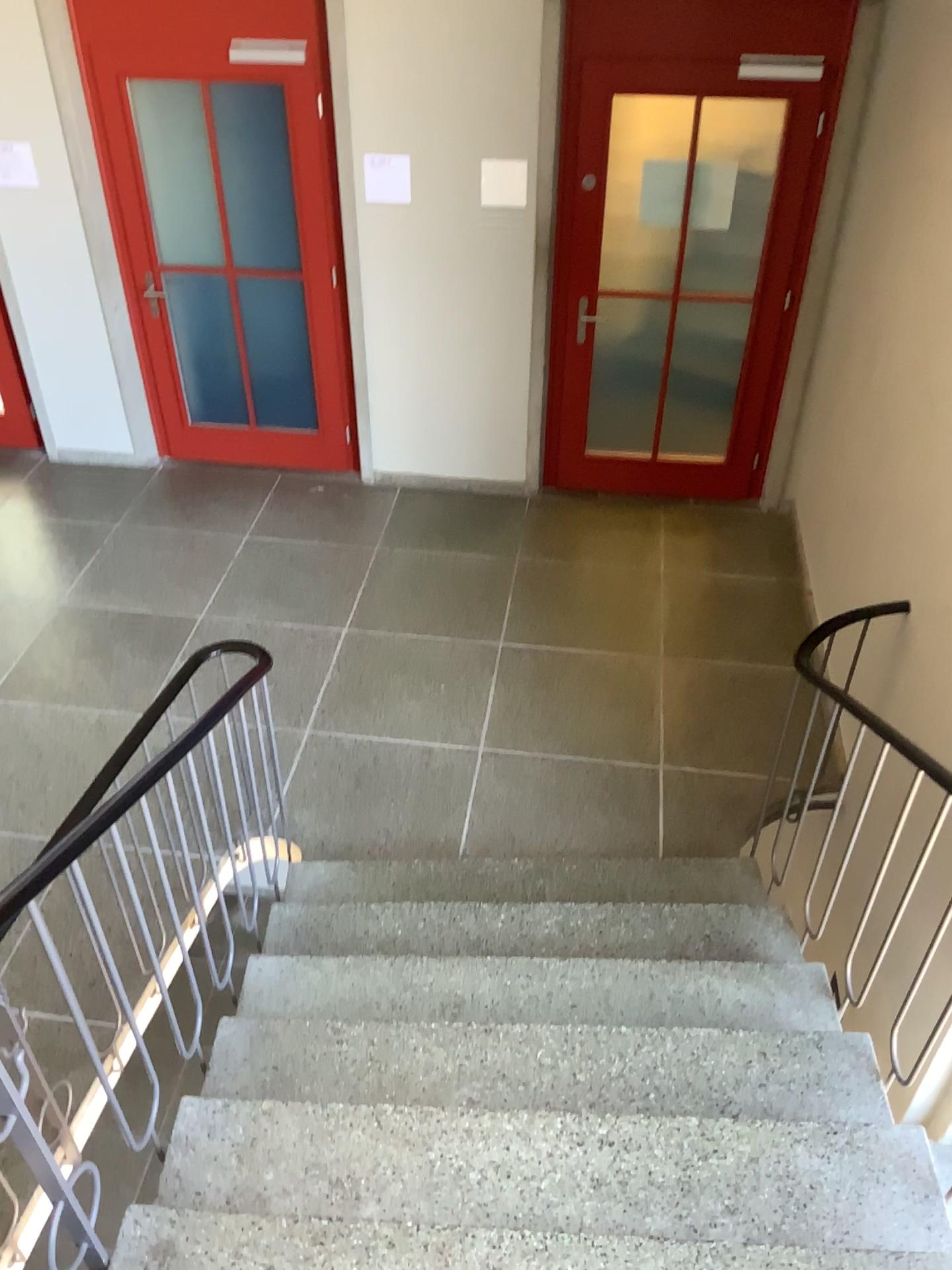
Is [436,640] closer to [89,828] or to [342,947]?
[342,947]
